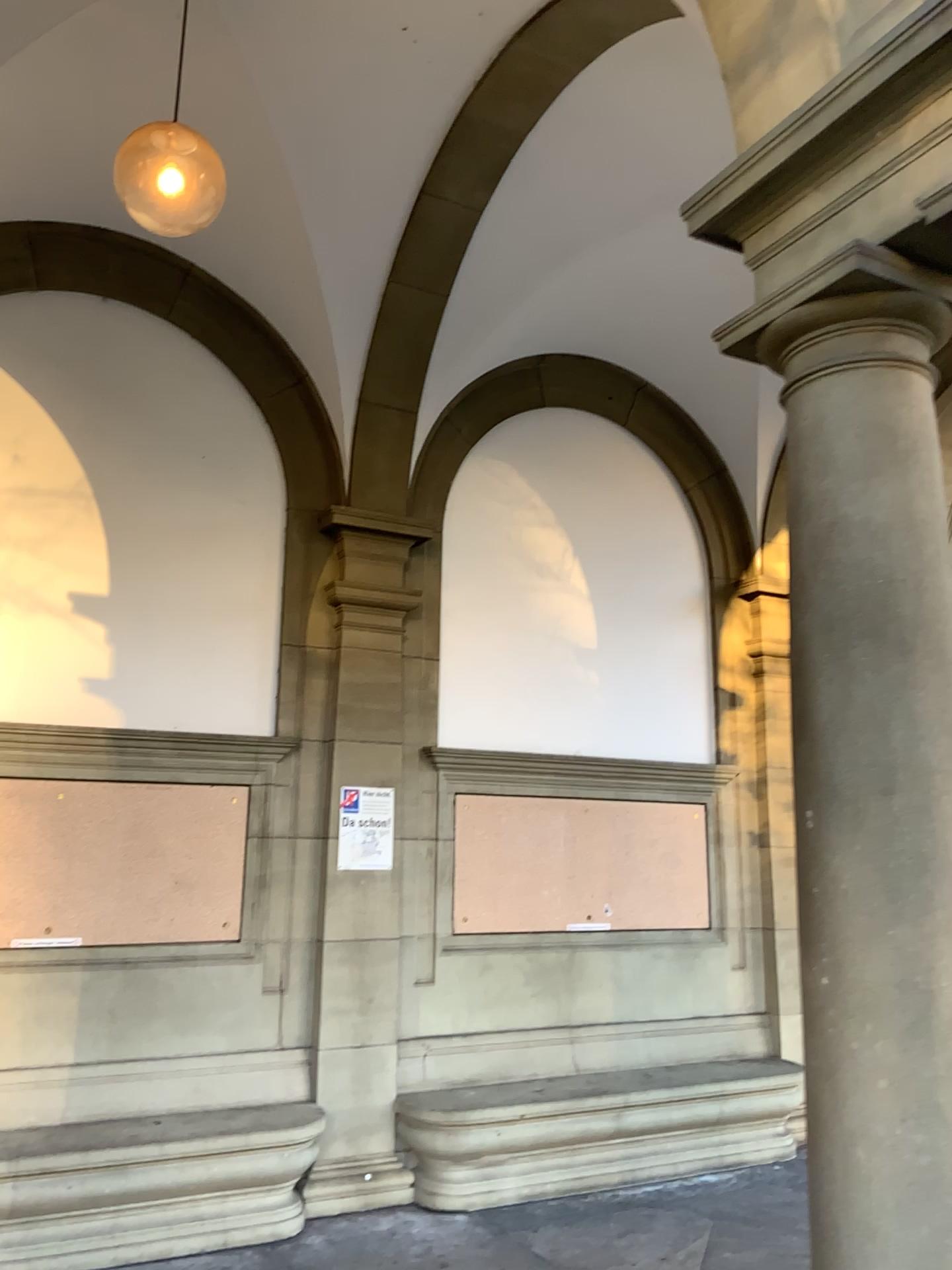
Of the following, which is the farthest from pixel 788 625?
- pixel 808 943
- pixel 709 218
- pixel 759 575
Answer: pixel 709 218
